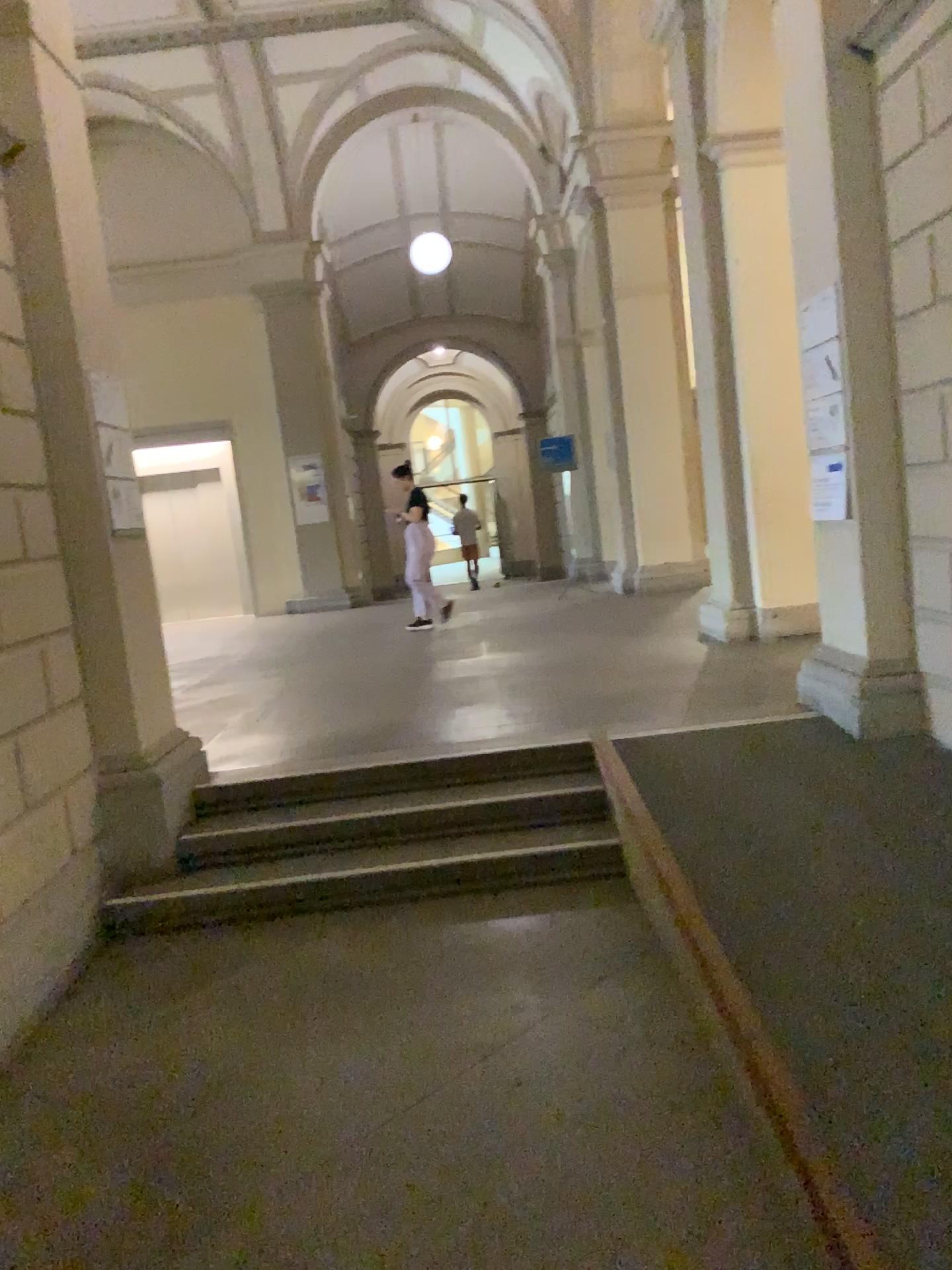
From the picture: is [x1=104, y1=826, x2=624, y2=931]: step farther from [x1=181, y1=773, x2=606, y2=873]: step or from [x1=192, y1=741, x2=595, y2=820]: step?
[x1=192, y1=741, x2=595, y2=820]: step

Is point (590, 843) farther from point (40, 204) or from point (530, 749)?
point (40, 204)

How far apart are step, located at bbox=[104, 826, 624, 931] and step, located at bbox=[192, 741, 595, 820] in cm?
42

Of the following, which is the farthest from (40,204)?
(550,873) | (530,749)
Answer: (550,873)

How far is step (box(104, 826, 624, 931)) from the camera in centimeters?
413cm

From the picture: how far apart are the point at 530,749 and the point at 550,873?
0.71m

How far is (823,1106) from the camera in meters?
2.2

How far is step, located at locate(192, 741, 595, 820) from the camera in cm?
470

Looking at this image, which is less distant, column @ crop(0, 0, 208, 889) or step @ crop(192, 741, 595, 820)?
column @ crop(0, 0, 208, 889)
